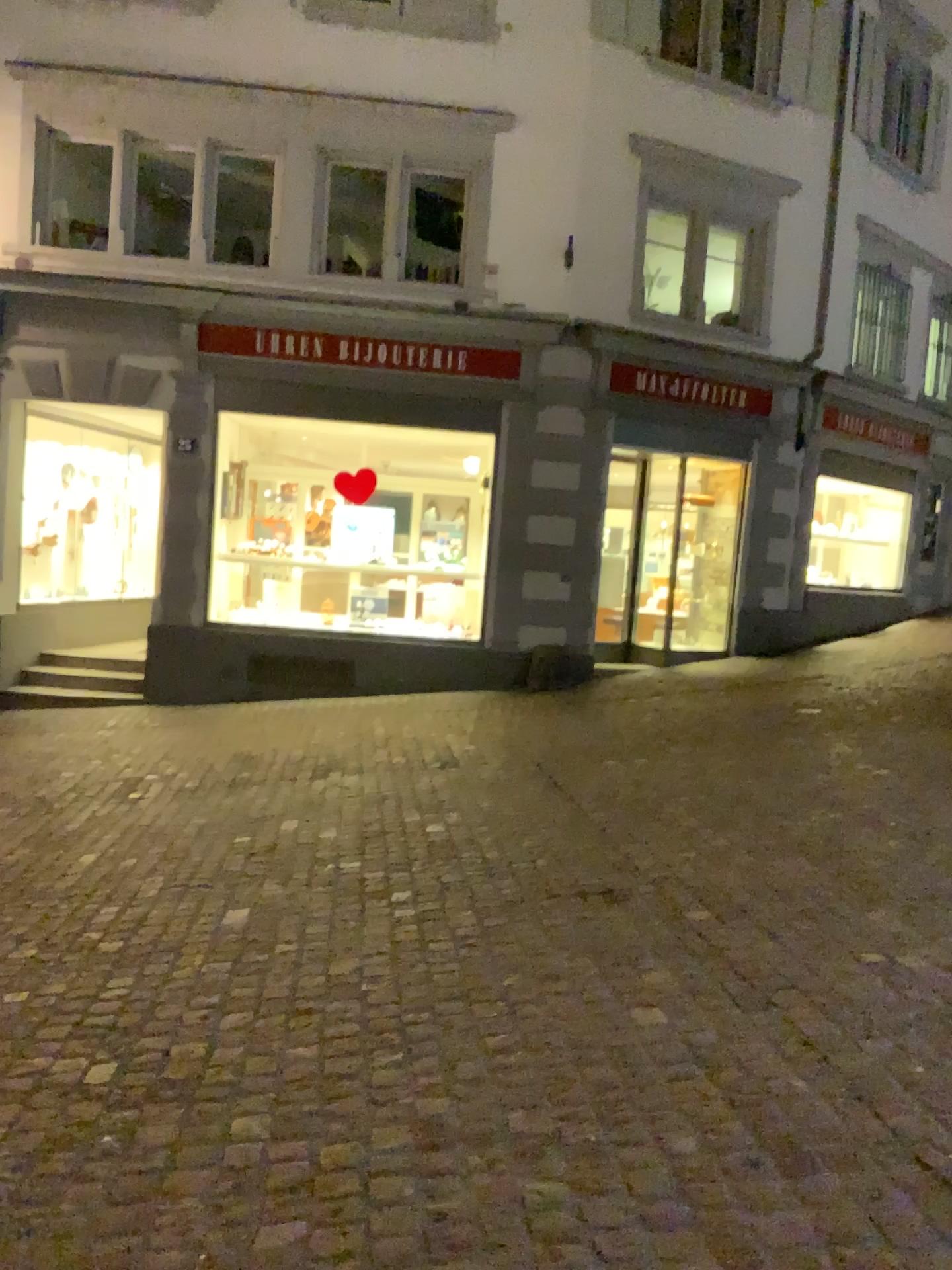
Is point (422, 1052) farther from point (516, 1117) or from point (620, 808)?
point (620, 808)
